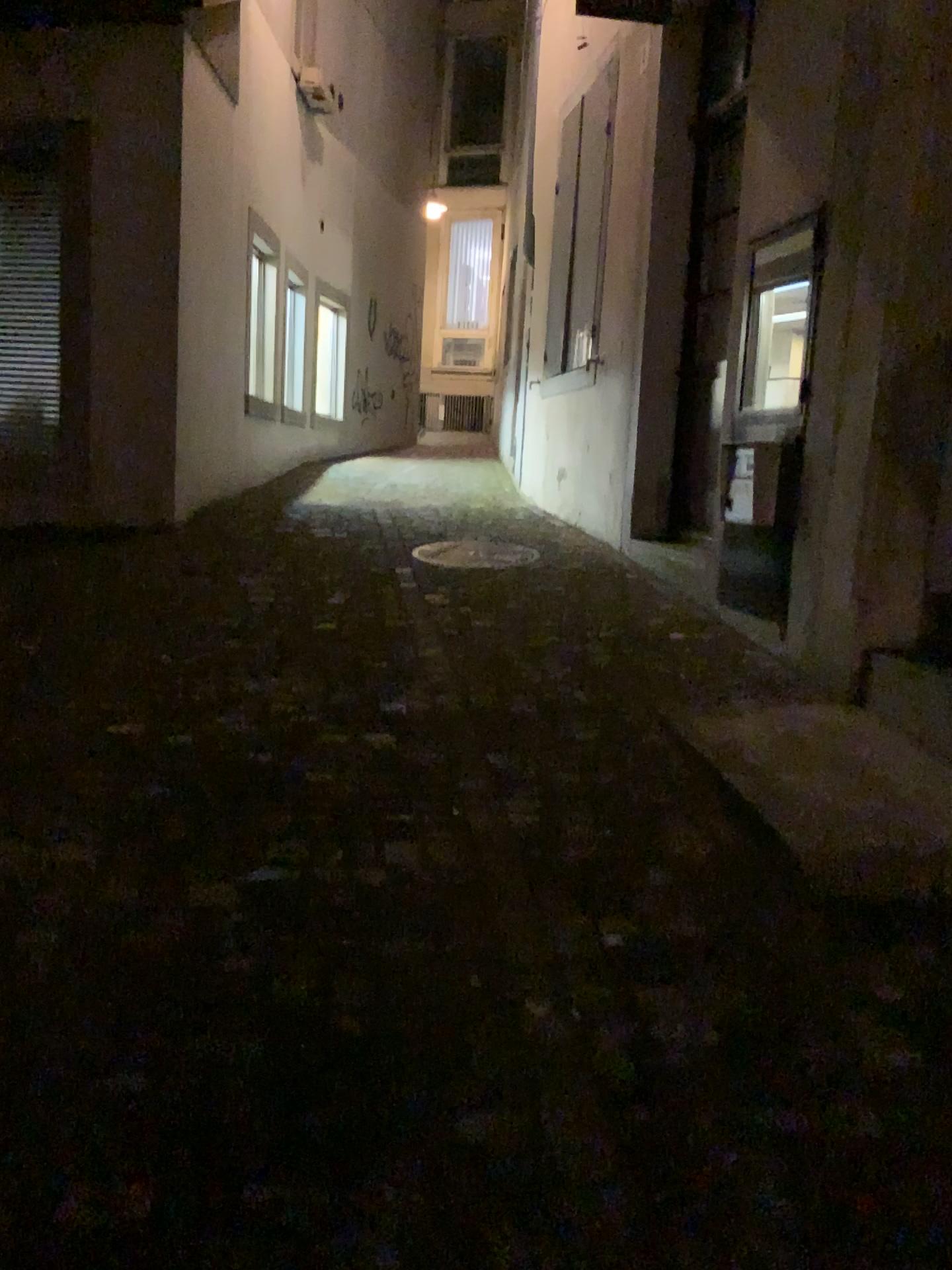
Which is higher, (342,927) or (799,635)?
(799,635)
